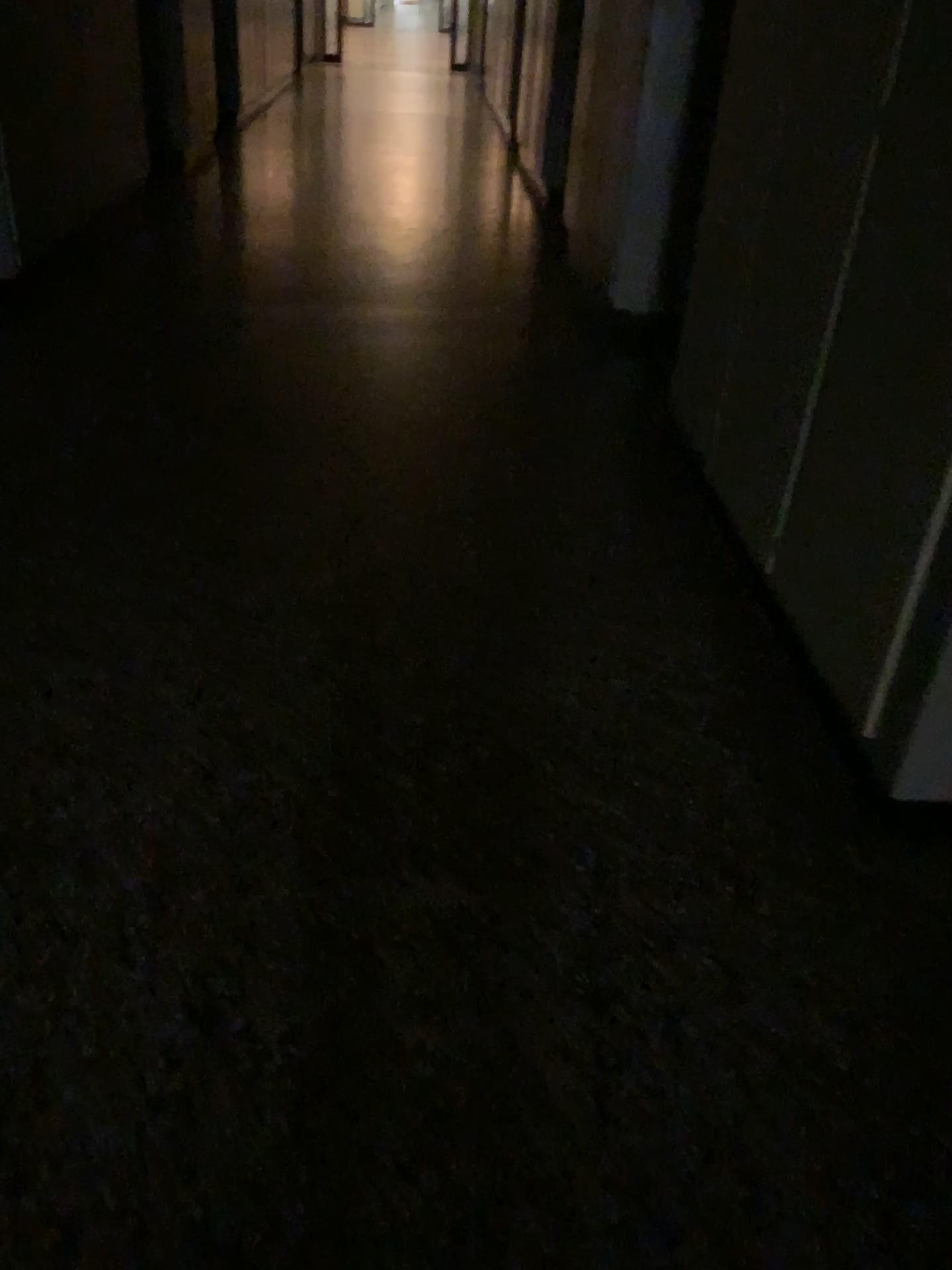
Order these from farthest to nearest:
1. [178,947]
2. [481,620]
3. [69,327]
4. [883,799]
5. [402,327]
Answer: [402,327]
[69,327]
[481,620]
[883,799]
[178,947]
